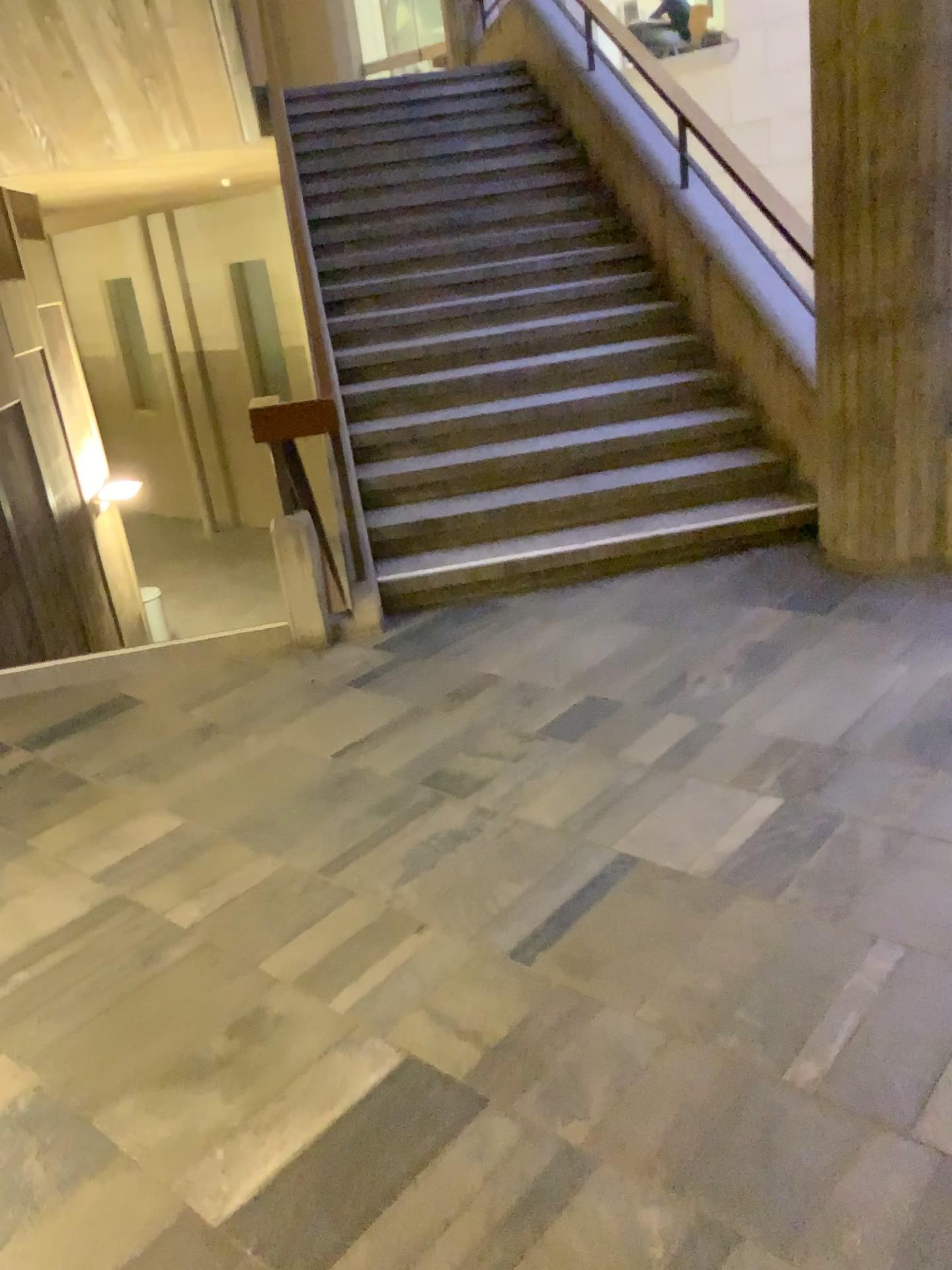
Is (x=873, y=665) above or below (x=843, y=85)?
below
